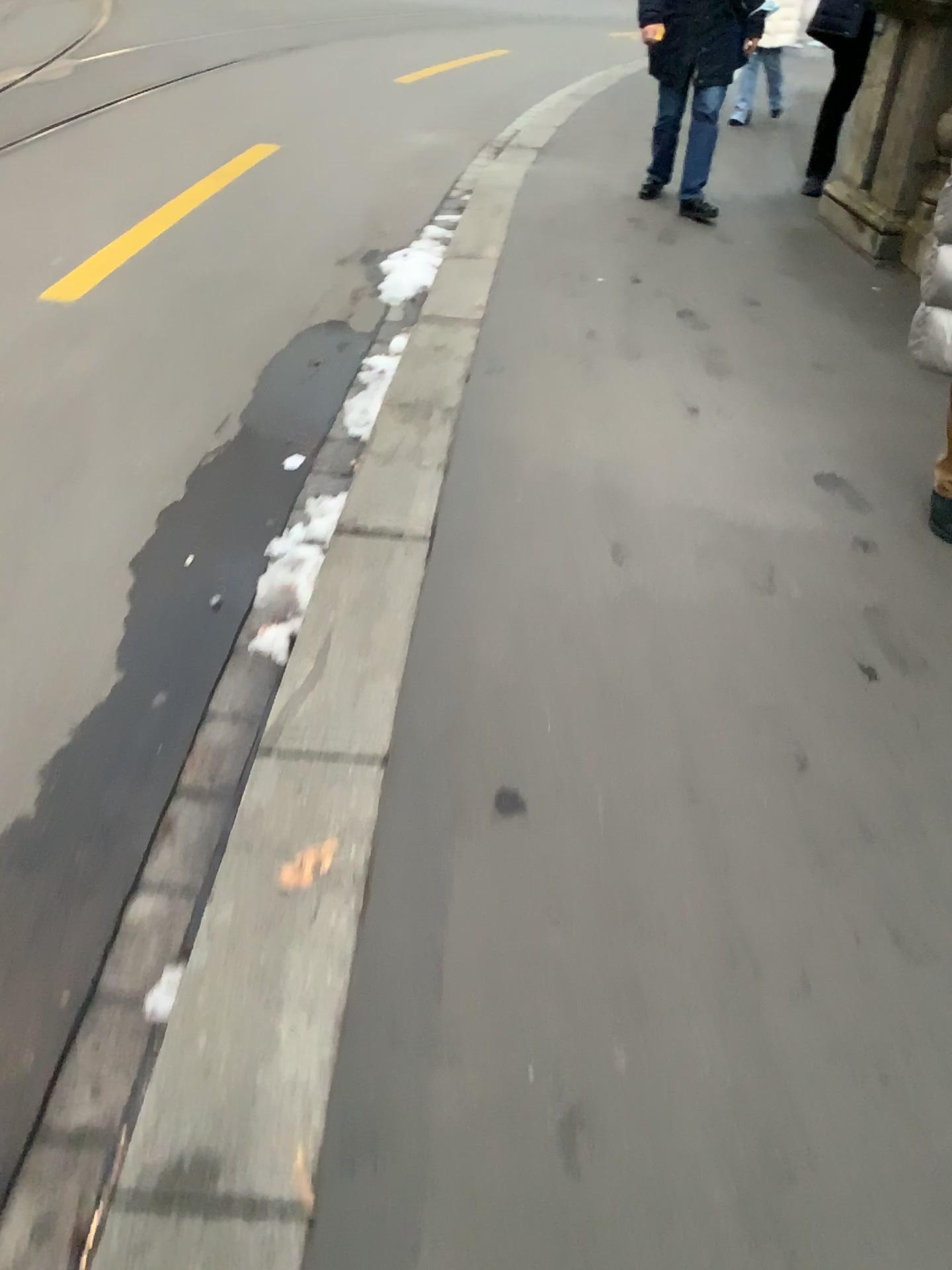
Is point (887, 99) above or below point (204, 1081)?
above
